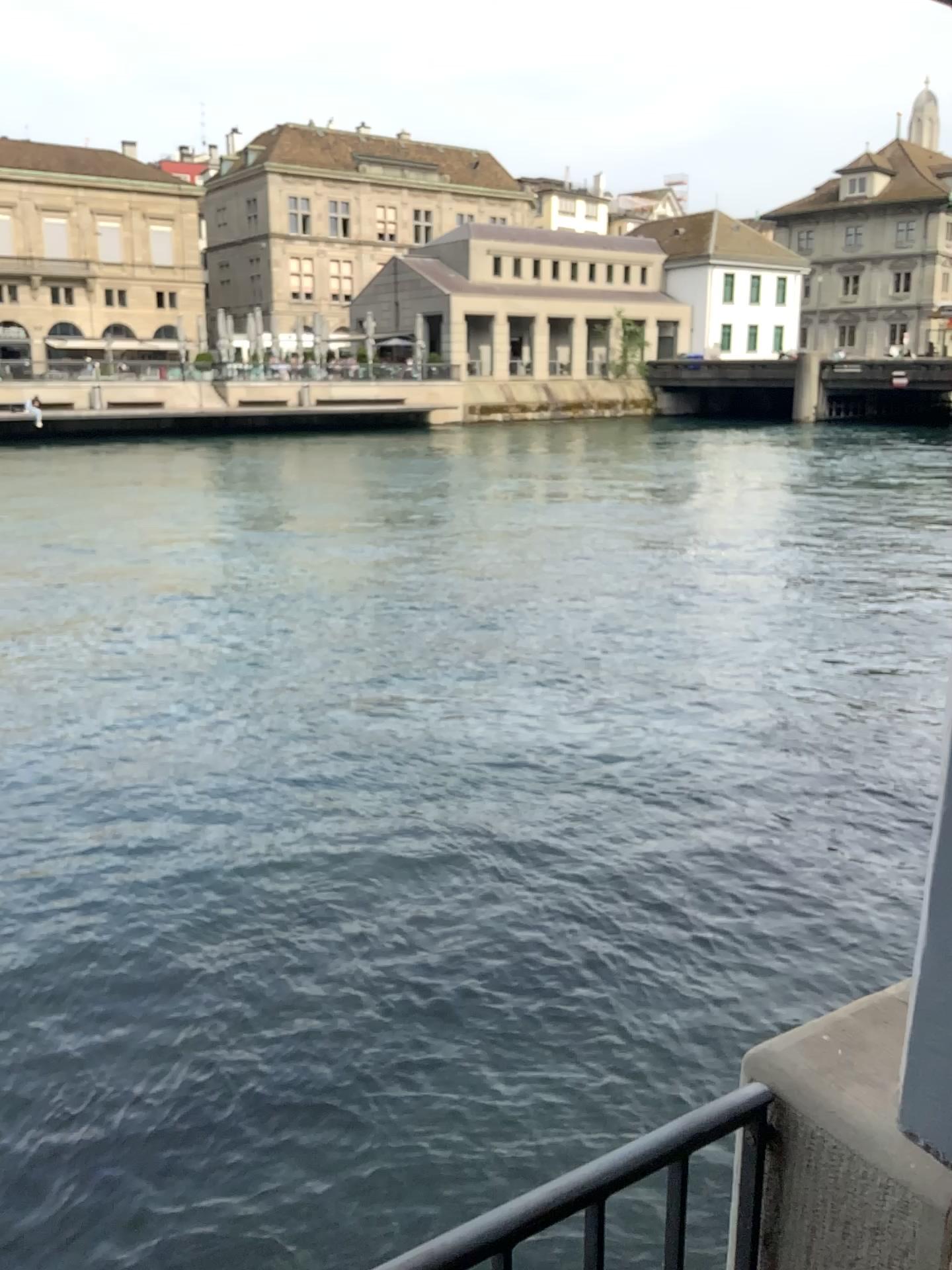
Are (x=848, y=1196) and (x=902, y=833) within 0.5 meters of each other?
no
